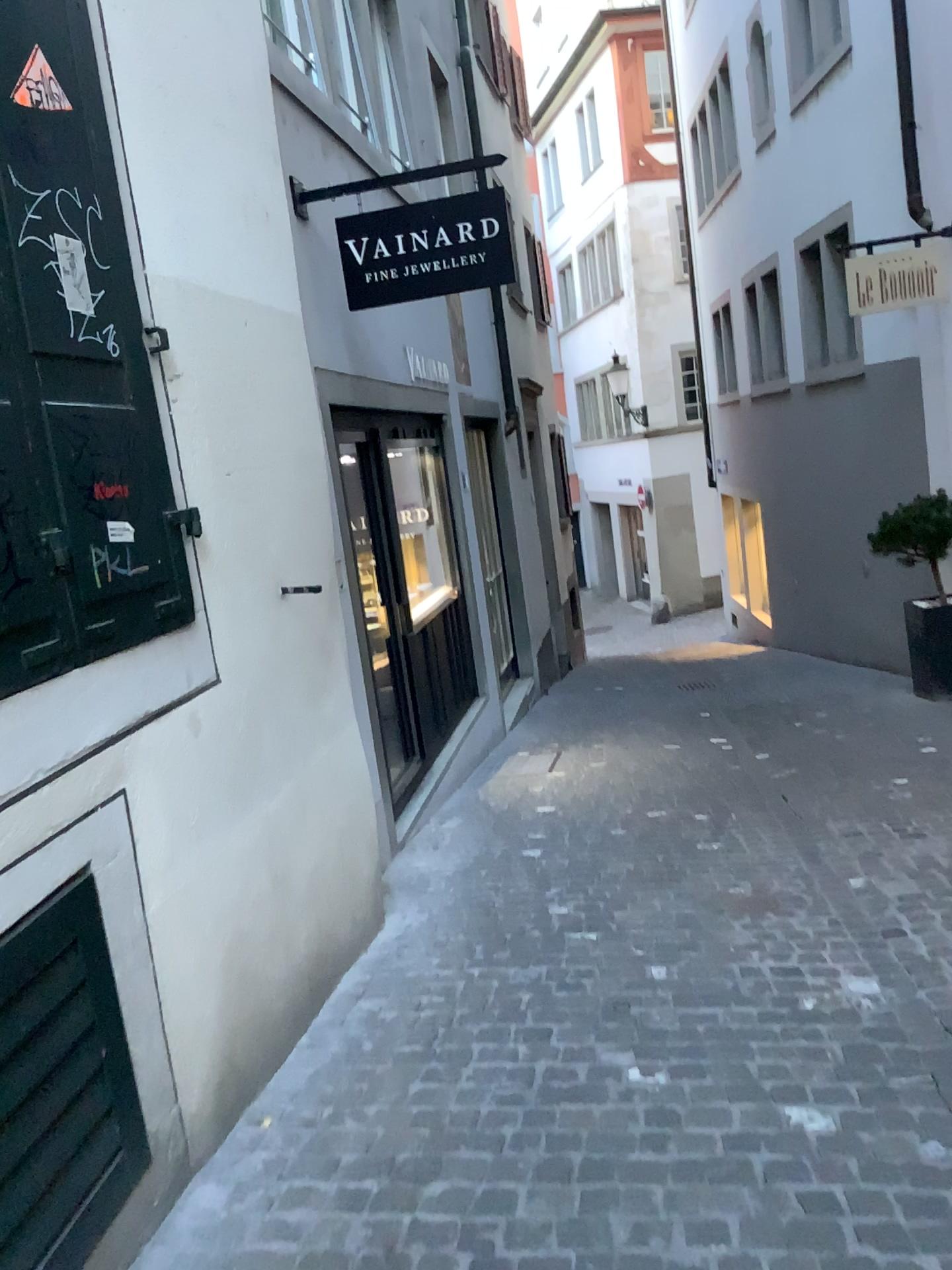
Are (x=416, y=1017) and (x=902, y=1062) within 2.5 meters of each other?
yes

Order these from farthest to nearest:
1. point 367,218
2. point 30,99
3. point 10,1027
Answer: point 367,218
point 30,99
point 10,1027

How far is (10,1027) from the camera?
1.7 meters

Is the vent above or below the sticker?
below

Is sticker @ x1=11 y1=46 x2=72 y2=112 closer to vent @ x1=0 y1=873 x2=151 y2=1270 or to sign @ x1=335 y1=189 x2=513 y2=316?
vent @ x1=0 y1=873 x2=151 y2=1270

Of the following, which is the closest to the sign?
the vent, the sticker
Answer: the sticker

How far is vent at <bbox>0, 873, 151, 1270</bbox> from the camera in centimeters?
172cm

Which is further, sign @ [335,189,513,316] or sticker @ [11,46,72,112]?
sign @ [335,189,513,316]

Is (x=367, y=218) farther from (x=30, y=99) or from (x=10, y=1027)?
(x=10, y=1027)

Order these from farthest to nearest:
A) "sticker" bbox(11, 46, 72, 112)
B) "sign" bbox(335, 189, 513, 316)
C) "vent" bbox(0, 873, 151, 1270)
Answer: "sign" bbox(335, 189, 513, 316) < "sticker" bbox(11, 46, 72, 112) < "vent" bbox(0, 873, 151, 1270)
